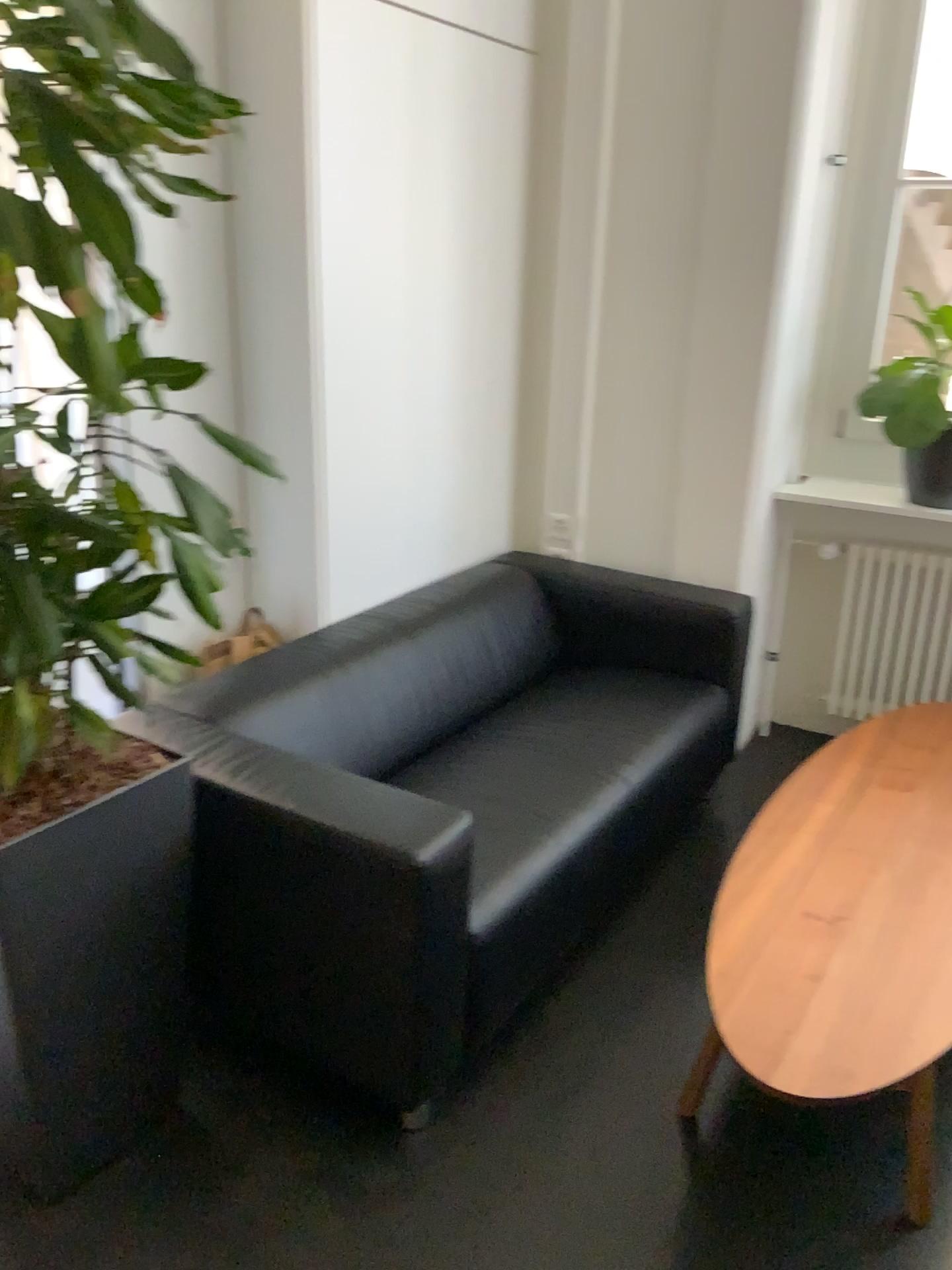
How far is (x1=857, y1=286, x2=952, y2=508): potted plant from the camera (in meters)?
3.09

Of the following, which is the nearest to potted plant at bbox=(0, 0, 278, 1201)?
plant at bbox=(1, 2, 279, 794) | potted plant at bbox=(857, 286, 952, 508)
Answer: plant at bbox=(1, 2, 279, 794)

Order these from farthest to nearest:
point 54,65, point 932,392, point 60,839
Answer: point 932,392 → point 60,839 → point 54,65

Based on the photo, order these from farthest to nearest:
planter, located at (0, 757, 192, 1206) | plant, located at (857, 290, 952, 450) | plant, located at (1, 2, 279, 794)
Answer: plant, located at (857, 290, 952, 450), planter, located at (0, 757, 192, 1206), plant, located at (1, 2, 279, 794)

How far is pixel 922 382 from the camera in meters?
3.1 m

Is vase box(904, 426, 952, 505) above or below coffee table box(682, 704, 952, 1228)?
above

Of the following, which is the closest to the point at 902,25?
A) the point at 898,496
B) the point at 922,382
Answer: the point at 922,382

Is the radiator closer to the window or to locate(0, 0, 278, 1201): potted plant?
the window

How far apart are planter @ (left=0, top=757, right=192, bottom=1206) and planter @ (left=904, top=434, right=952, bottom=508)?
2.4 meters

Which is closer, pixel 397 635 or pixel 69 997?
pixel 69 997
